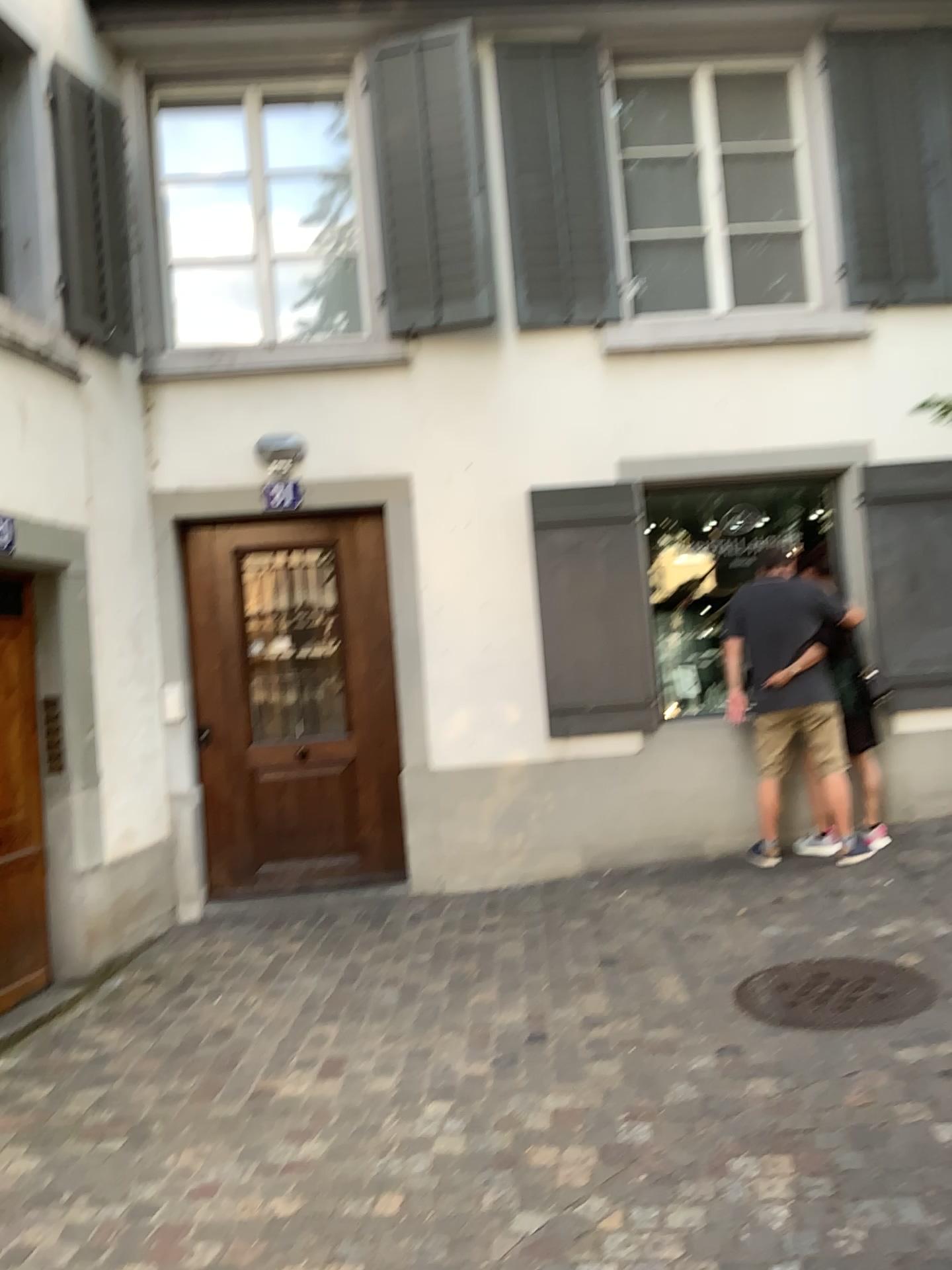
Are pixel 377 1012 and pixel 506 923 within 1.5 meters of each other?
yes
